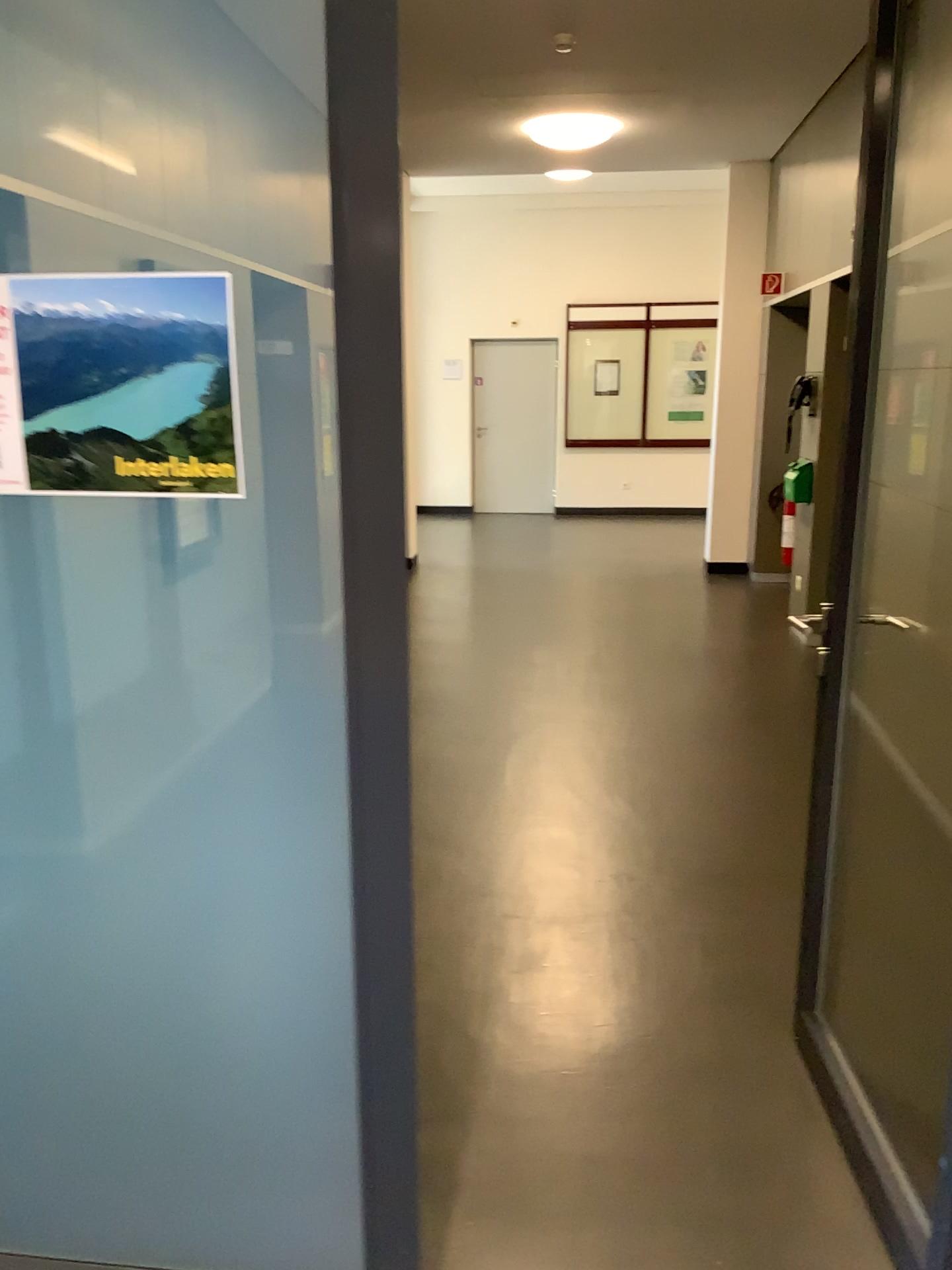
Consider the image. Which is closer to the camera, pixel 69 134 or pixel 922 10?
pixel 69 134

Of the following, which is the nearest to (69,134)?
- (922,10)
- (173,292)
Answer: (173,292)

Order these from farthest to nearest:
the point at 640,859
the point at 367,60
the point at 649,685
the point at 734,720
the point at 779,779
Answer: the point at 649,685
the point at 734,720
the point at 779,779
the point at 640,859
the point at 367,60

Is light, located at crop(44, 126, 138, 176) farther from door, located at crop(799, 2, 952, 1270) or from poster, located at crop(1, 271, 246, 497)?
door, located at crop(799, 2, 952, 1270)

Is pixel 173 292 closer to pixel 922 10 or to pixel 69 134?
pixel 69 134

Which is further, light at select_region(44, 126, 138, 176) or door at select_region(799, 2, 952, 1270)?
door at select_region(799, 2, 952, 1270)

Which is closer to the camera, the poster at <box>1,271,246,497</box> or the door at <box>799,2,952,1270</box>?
the poster at <box>1,271,246,497</box>

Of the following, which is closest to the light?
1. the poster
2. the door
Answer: the poster
